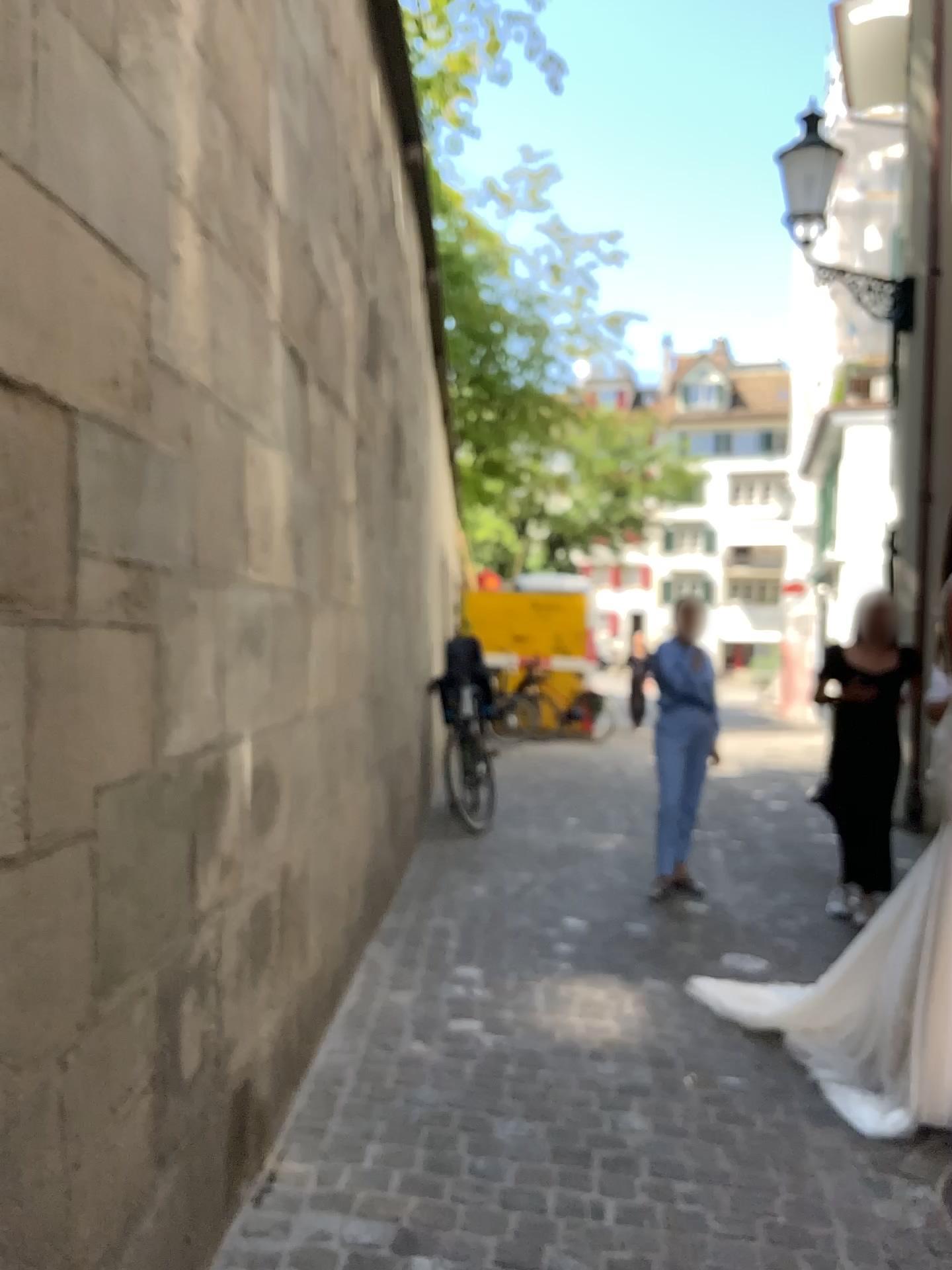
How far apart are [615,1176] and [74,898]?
1.7m
